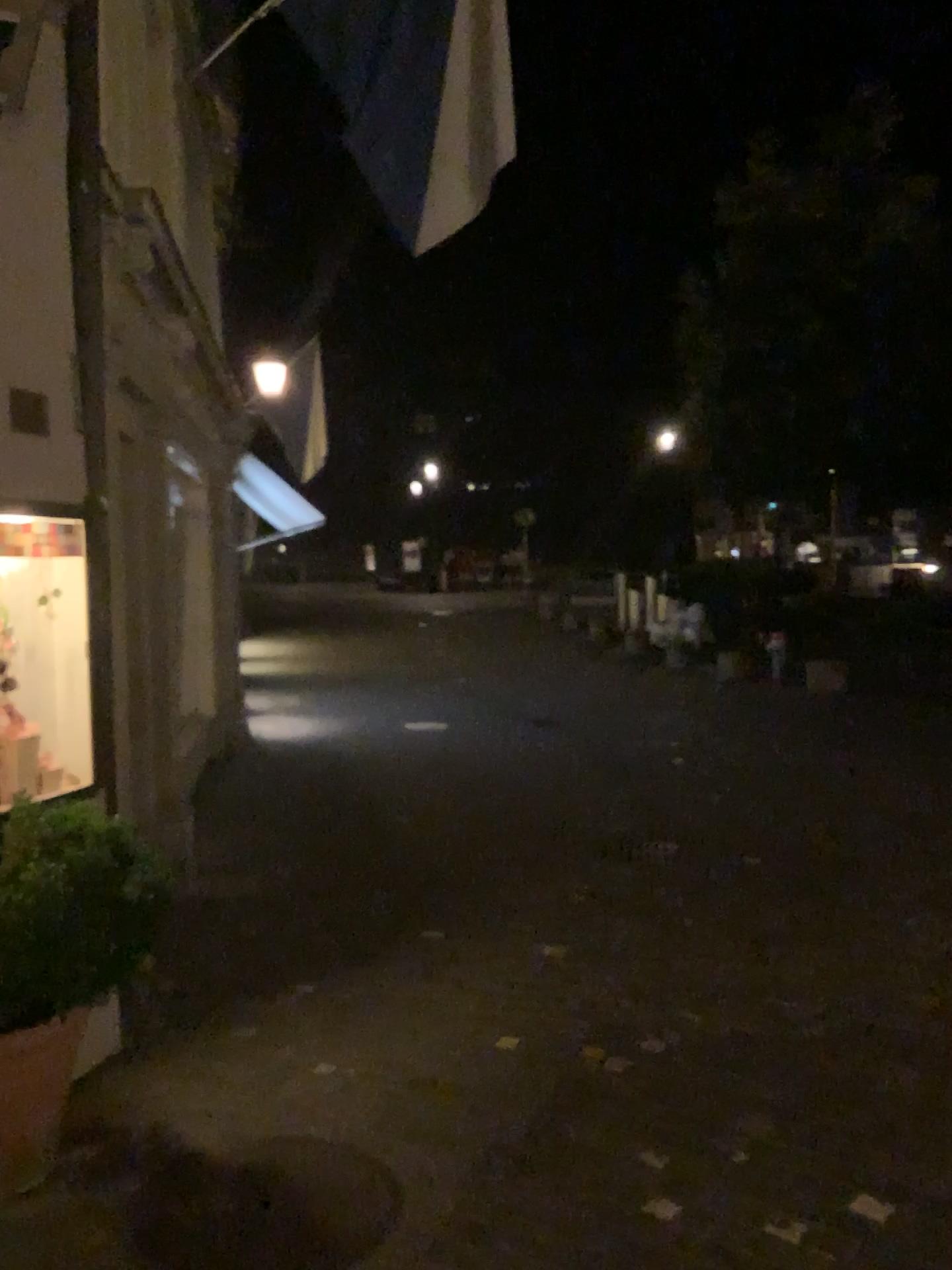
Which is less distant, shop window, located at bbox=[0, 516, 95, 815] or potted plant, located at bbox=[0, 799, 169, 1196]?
potted plant, located at bbox=[0, 799, 169, 1196]

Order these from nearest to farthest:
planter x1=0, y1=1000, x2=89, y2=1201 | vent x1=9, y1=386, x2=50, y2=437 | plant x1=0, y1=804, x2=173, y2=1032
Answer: plant x1=0, y1=804, x2=173, y2=1032 < planter x1=0, y1=1000, x2=89, y2=1201 < vent x1=9, y1=386, x2=50, y2=437

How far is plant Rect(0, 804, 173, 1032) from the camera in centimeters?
257cm

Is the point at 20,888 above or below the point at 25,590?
below

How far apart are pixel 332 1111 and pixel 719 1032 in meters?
1.4

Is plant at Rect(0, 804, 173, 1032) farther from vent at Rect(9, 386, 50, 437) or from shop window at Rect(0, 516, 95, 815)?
vent at Rect(9, 386, 50, 437)

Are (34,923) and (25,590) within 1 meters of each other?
no

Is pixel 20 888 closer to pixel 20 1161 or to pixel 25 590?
pixel 20 1161

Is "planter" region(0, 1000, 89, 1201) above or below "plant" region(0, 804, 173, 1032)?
below

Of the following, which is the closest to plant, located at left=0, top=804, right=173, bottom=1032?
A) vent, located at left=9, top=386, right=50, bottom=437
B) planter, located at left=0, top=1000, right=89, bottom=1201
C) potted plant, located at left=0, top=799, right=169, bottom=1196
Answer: potted plant, located at left=0, top=799, right=169, bottom=1196
